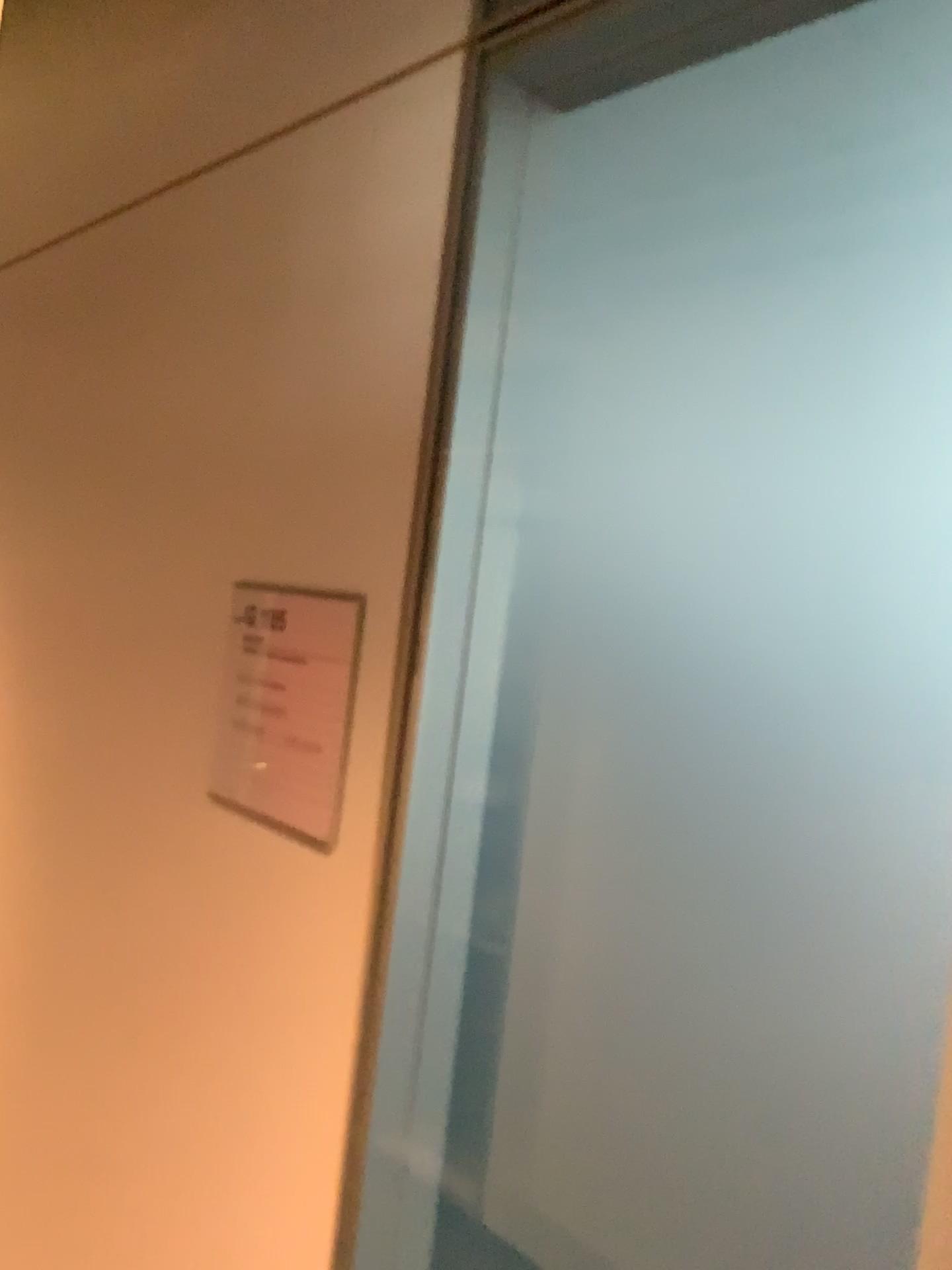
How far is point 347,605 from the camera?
0.9m

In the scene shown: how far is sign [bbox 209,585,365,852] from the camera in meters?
0.9

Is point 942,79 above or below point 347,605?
above

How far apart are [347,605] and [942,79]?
0.6 meters

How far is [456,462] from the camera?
0.8 meters

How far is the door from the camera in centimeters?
64cm
